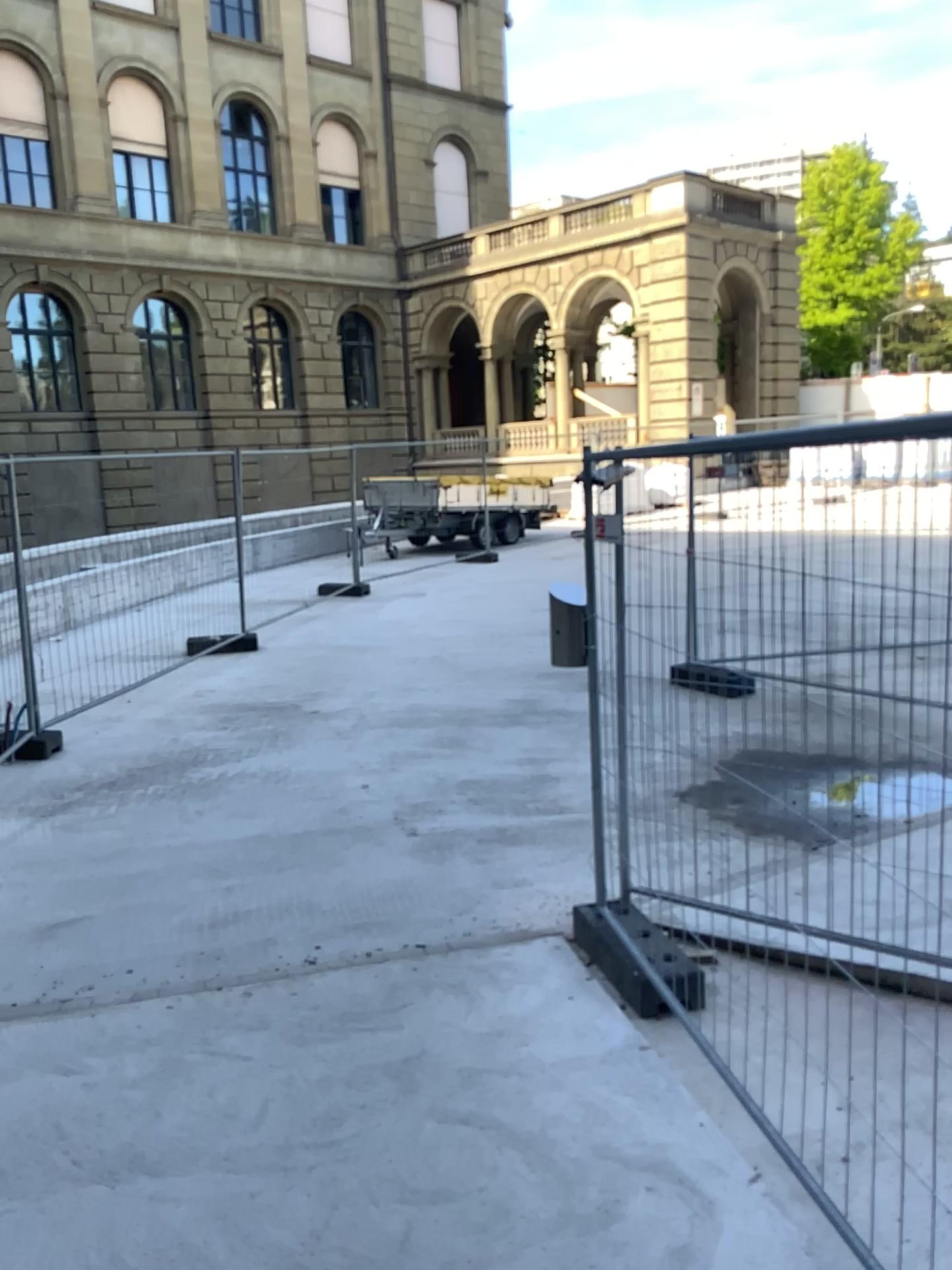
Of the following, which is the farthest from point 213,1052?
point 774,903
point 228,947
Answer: point 774,903
